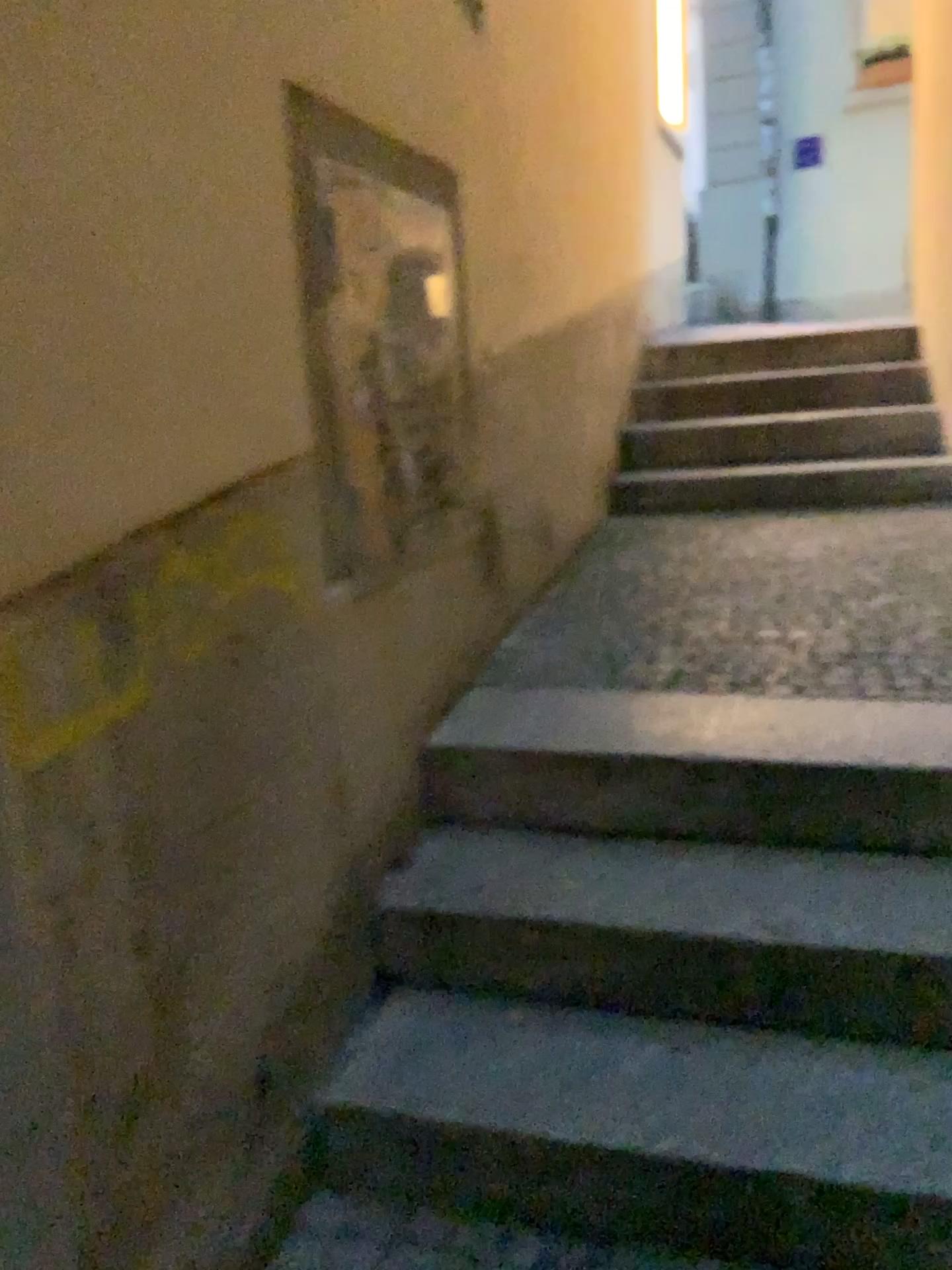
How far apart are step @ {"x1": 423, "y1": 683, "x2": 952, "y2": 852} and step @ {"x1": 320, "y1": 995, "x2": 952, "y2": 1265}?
0.4m

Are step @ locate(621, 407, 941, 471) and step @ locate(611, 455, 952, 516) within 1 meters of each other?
yes

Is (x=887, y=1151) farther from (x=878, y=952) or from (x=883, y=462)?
(x=883, y=462)

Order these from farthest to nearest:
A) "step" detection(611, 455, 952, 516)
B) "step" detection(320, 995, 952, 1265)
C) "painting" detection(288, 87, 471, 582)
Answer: "step" detection(611, 455, 952, 516), "painting" detection(288, 87, 471, 582), "step" detection(320, 995, 952, 1265)

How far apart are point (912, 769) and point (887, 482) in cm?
254

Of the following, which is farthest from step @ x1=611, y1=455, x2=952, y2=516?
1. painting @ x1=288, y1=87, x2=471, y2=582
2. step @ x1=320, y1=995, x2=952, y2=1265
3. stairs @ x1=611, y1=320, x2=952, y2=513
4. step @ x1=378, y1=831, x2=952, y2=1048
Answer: step @ x1=320, y1=995, x2=952, y2=1265

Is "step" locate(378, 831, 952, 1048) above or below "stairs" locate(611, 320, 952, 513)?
below

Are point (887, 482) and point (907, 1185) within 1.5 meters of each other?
no

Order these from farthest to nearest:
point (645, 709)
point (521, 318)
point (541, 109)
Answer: point (541, 109)
point (521, 318)
point (645, 709)

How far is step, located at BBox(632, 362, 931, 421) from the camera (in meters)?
4.70
